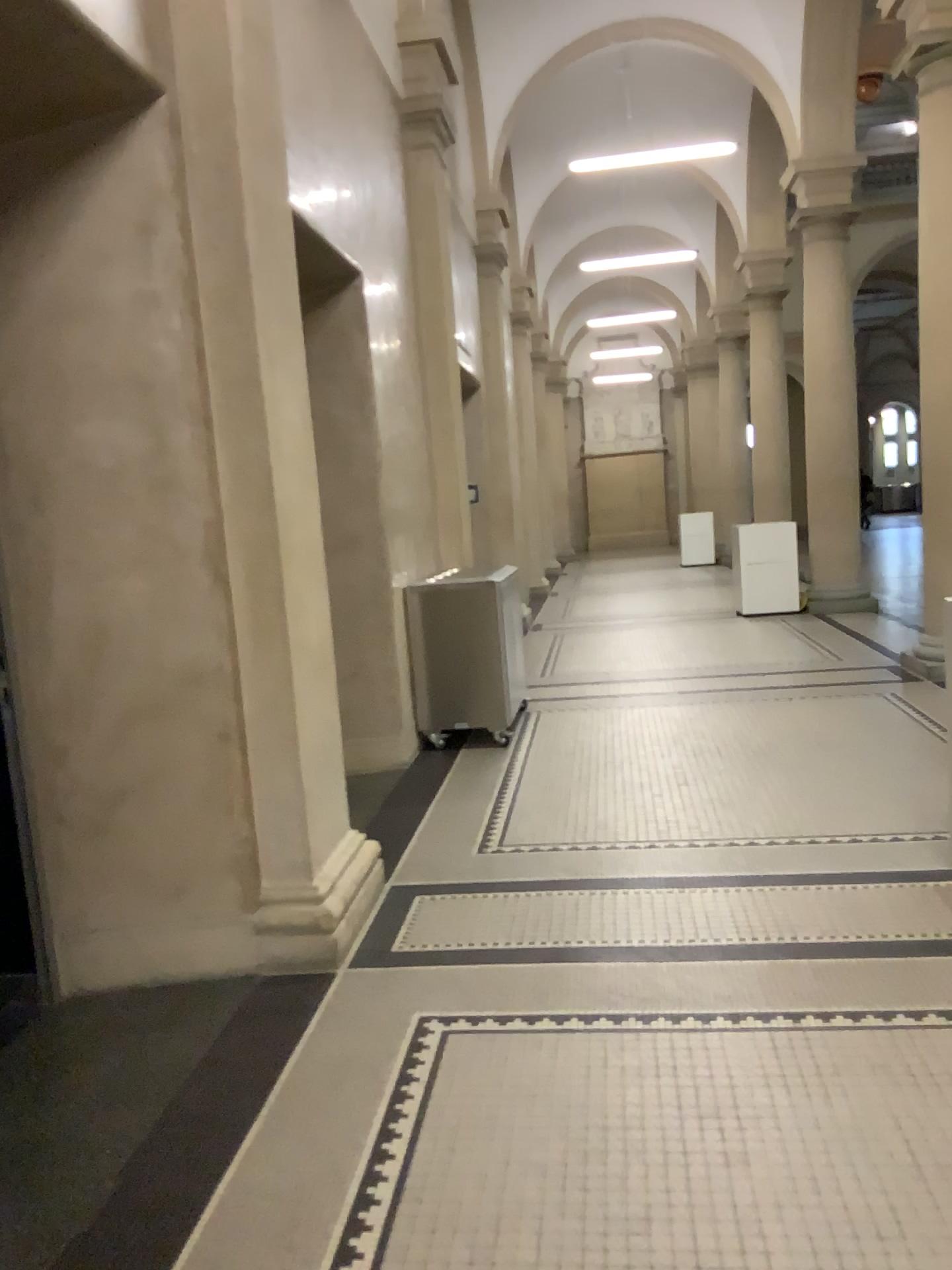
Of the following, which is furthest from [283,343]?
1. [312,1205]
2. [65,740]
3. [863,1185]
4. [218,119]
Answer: [863,1185]

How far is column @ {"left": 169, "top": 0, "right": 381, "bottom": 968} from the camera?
3.2 meters

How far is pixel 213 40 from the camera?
3.2m
